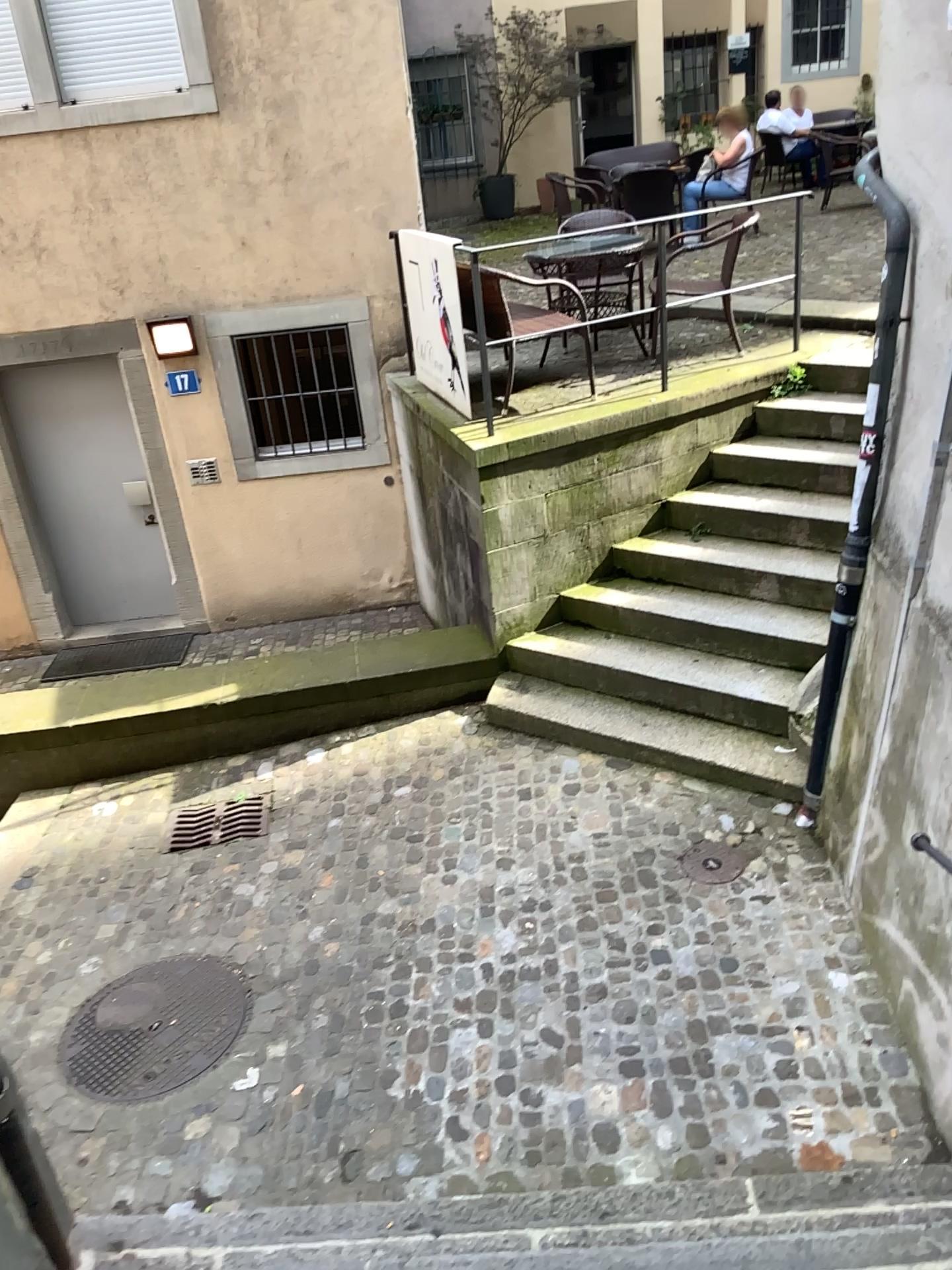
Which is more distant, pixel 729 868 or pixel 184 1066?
pixel 729 868

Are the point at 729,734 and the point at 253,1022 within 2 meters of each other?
no

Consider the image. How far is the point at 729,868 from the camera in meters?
4.4

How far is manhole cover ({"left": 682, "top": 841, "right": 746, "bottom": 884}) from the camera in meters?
4.4 m

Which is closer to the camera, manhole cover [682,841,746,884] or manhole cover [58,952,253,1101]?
manhole cover [58,952,253,1101]
